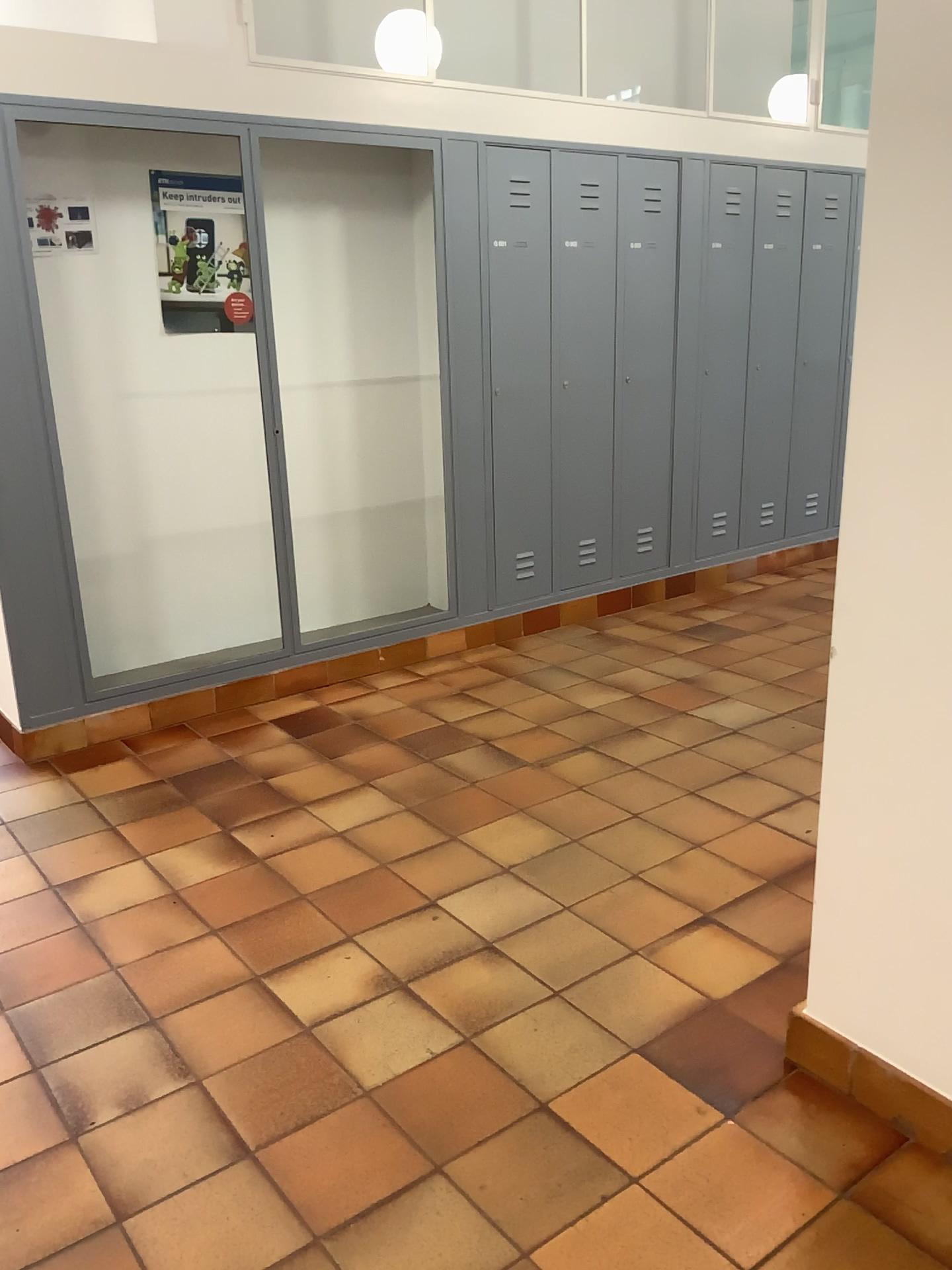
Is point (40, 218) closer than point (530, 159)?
Yes

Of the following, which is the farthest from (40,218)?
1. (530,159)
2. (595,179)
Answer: (595,179)

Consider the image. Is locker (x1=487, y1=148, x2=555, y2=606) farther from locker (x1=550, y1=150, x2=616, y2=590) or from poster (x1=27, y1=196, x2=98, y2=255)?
poster (x1=27, y1=196, x2=98, y2=255)

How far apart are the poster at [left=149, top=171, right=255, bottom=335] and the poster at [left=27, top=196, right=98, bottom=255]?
0.3m

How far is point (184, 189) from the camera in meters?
4.1 m

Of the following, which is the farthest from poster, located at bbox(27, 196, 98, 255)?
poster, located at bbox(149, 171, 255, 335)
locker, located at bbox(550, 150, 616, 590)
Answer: locker, located at bbox(550, 150, 616, 590)

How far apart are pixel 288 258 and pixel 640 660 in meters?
2.2 m

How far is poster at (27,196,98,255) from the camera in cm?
358

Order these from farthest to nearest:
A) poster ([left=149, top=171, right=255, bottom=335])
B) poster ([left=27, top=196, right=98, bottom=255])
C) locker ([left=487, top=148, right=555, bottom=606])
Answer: locker ([left=487, top=148, right=555, bottom=606]), poster ([left=149, top=171, right=255, bottom=335]), poster ([left=27, top=196, right=98, bottom=255])

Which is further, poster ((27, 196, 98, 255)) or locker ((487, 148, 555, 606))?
locker ((487, 148, 555, 606))
